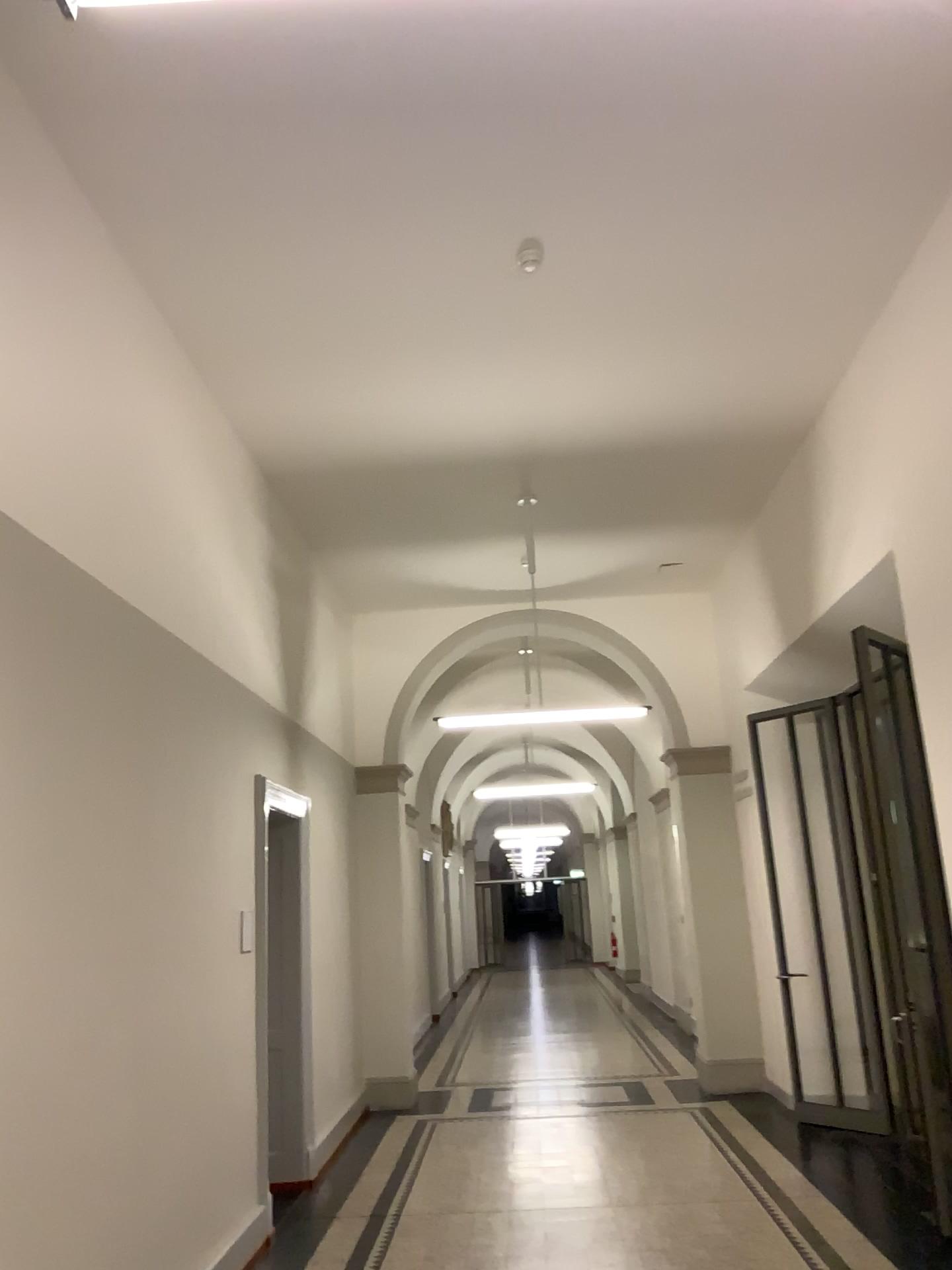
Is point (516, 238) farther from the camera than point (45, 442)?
Yes
